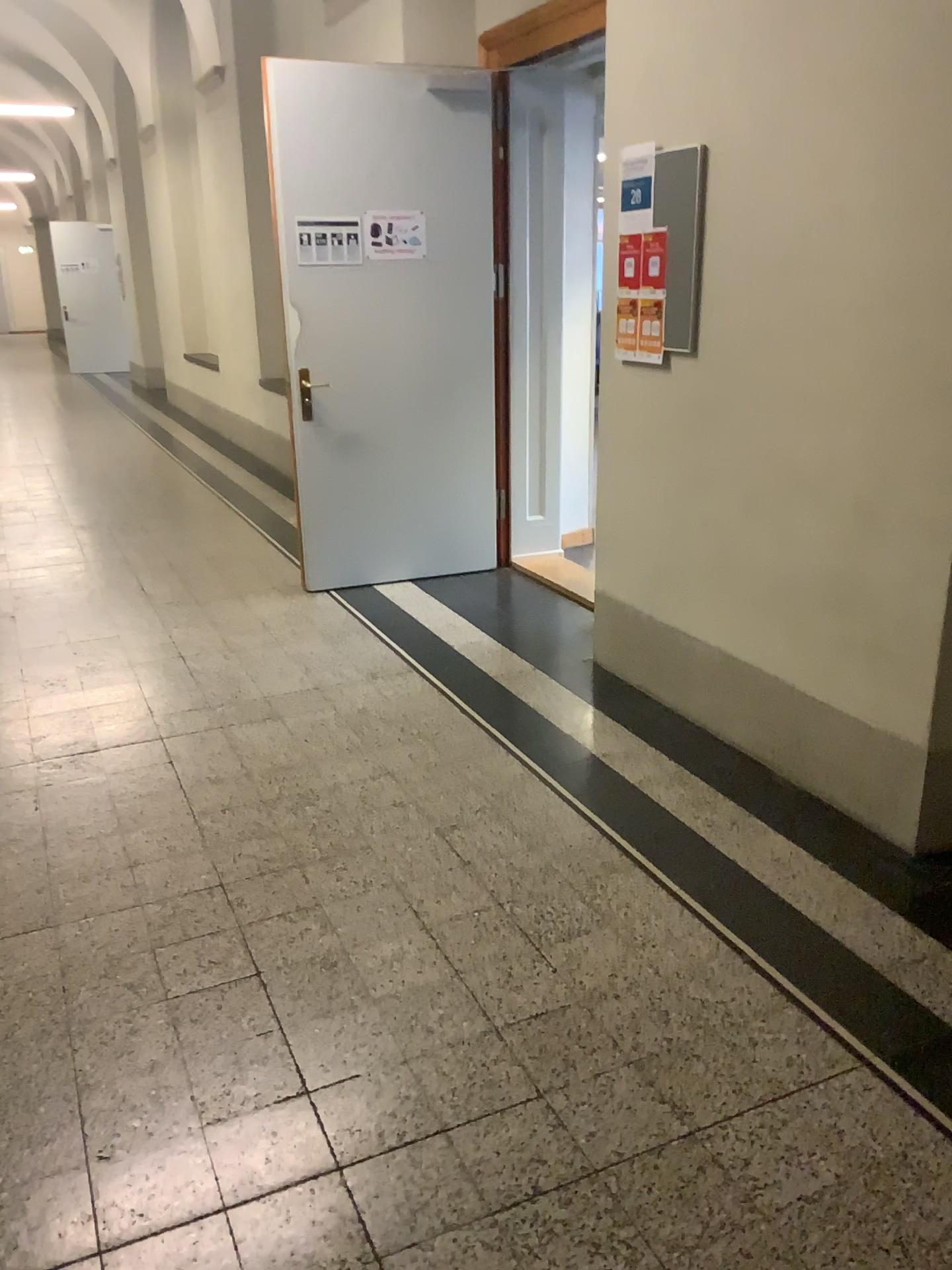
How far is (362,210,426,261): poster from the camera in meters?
4.8 m

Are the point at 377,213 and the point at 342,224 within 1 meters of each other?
yes

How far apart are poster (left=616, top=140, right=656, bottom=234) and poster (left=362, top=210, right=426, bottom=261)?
1.7 meters

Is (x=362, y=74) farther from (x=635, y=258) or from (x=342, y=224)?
(x=635, y=258)

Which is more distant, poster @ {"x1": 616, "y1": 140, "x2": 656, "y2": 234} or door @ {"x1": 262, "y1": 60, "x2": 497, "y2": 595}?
door @ {"x1": 262, "y1": 60, "x2": 497, "y2": 595}

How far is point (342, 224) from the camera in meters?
4.8

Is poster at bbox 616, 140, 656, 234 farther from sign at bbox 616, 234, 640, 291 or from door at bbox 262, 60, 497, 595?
door at bbox 262, 60, 497, 595

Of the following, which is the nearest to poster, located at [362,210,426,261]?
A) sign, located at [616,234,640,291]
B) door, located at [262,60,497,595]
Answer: door, located at [262,60,497,595]

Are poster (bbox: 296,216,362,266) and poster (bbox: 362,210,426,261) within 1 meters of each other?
yes

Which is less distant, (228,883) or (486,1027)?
(486,1027)
